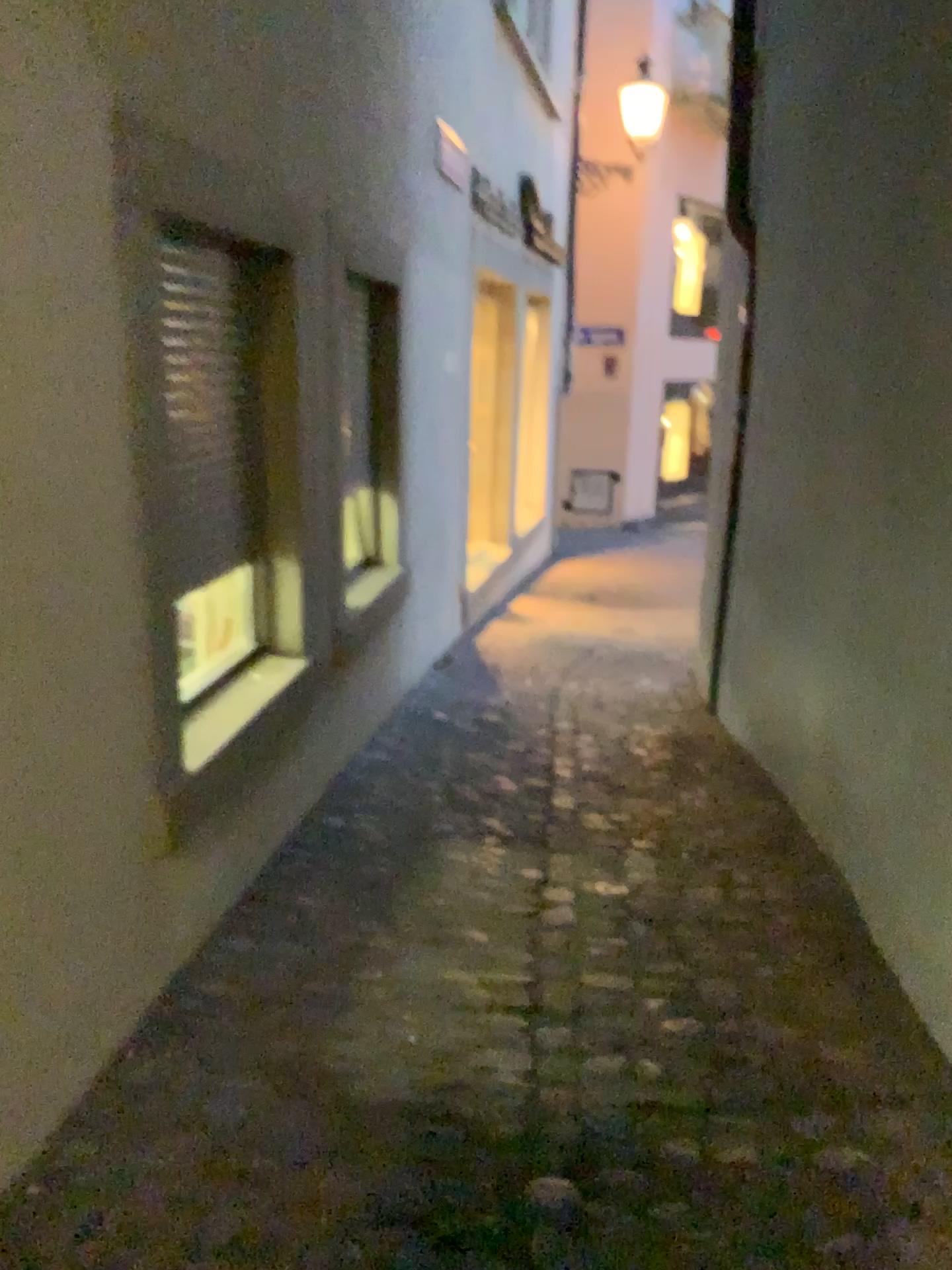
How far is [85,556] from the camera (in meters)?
1.85

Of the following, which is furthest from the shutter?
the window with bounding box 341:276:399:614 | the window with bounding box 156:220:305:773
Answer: the window with bounding box 341:276:399:614

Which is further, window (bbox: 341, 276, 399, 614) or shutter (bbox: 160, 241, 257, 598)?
window (bbox: 341, 276, 399, 614)

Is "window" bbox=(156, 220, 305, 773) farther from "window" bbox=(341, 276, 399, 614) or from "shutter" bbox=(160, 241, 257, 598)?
"window" bbox=(341, 276, 399, 614)

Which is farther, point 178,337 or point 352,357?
point 352,357

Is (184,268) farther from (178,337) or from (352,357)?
(352,357)

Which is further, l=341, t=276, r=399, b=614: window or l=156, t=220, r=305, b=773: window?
l=341, t=276, r=399, b=614: window

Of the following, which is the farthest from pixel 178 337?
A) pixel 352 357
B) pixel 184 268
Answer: pixel 352 357
